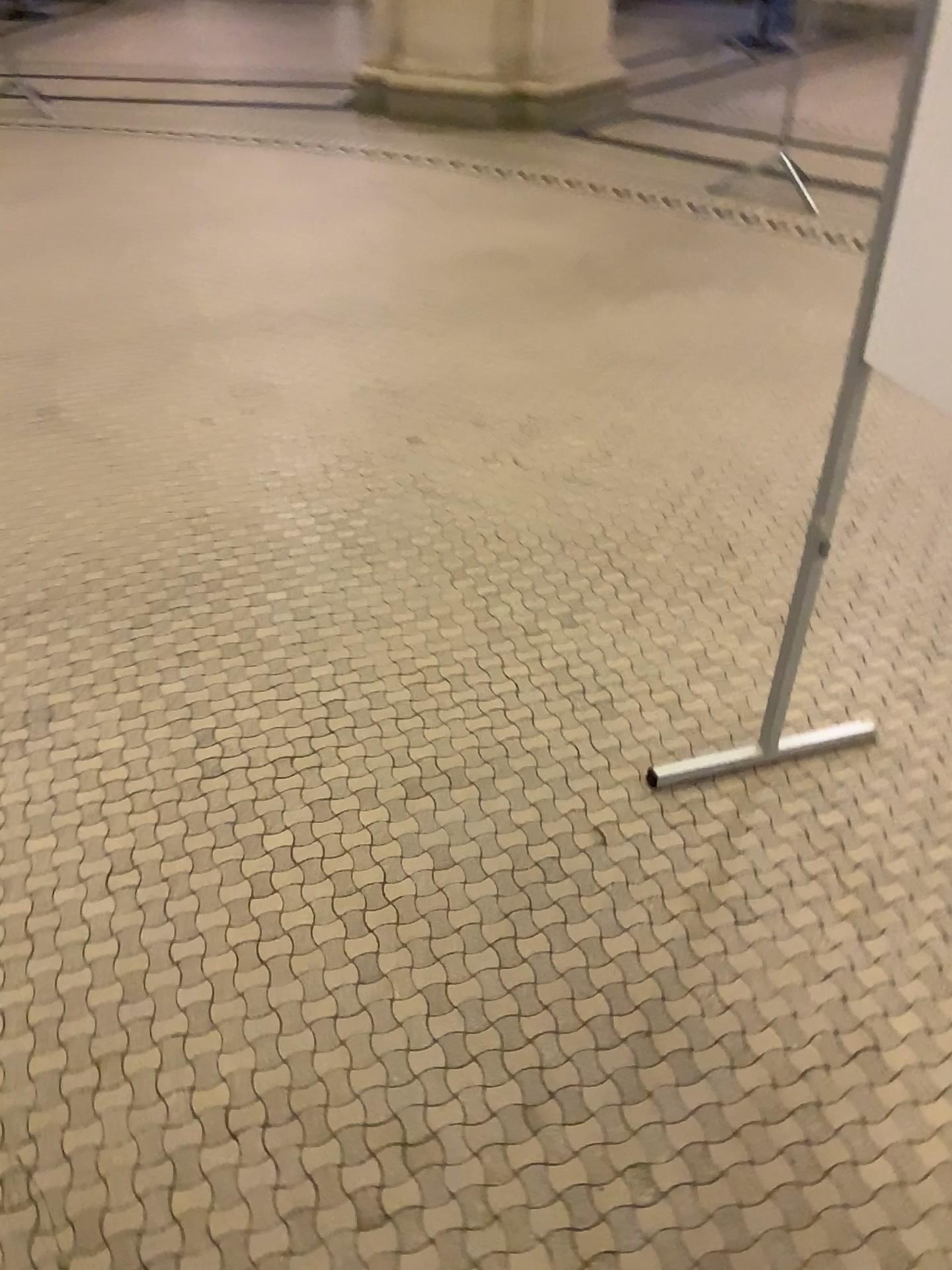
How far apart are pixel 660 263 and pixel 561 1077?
3.2m
